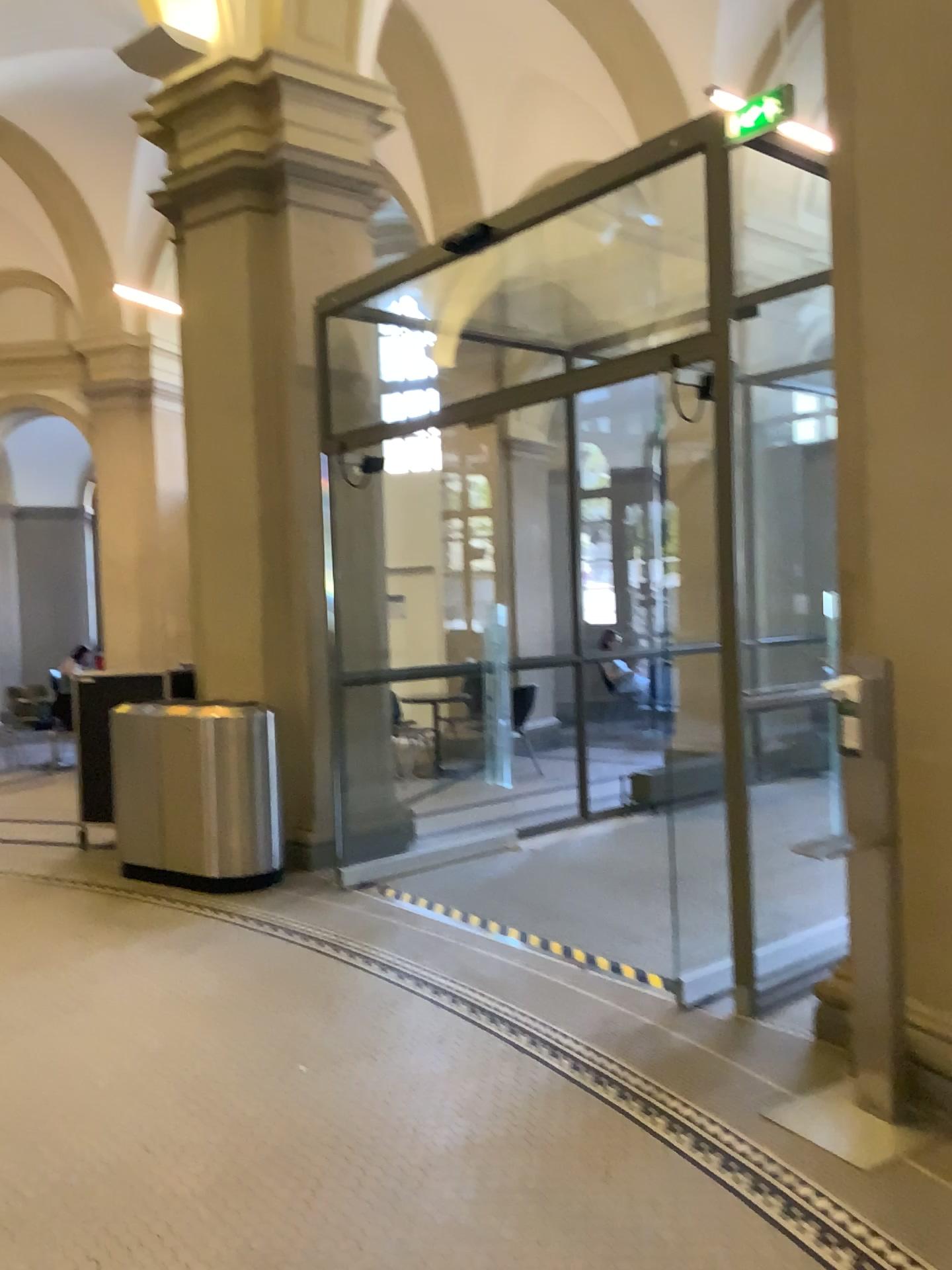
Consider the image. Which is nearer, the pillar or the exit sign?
the pillar

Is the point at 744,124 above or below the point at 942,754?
above

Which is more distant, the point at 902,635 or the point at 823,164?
the point at 823,164

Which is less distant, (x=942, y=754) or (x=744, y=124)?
(x=942, y=754)
